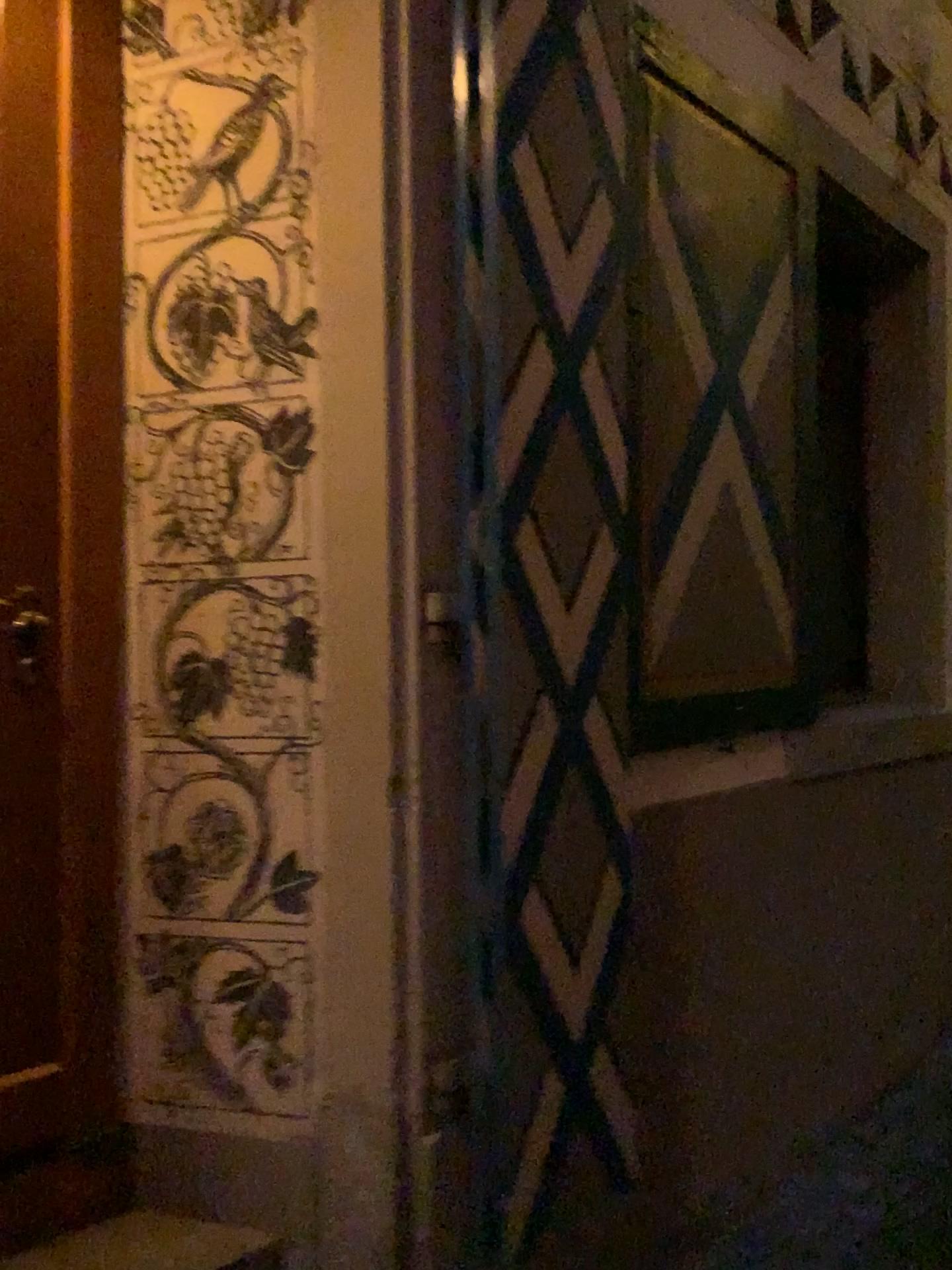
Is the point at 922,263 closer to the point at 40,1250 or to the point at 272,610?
the point at 272,610

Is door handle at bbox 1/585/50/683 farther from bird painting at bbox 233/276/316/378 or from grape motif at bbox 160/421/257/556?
bird painting at bbox 233/276/316/378

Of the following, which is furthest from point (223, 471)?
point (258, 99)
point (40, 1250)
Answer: point (40, 1250)

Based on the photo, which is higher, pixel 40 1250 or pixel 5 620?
pixel 5 620

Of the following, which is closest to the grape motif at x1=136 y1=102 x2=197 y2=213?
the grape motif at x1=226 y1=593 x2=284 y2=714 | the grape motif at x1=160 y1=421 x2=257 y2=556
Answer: the grape motif at x1=160 y1=421 x2=257 y2=556

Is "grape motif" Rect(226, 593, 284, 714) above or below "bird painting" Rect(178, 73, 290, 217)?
below

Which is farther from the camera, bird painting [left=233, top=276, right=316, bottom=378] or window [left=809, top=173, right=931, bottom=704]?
window [left=809, top=173, right=931, bottom=704]

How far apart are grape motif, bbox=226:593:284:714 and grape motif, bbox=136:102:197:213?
0.8m

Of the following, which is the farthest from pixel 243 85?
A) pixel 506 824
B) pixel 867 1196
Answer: pixel 867 1196

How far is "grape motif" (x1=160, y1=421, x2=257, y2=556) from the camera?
1.9m
